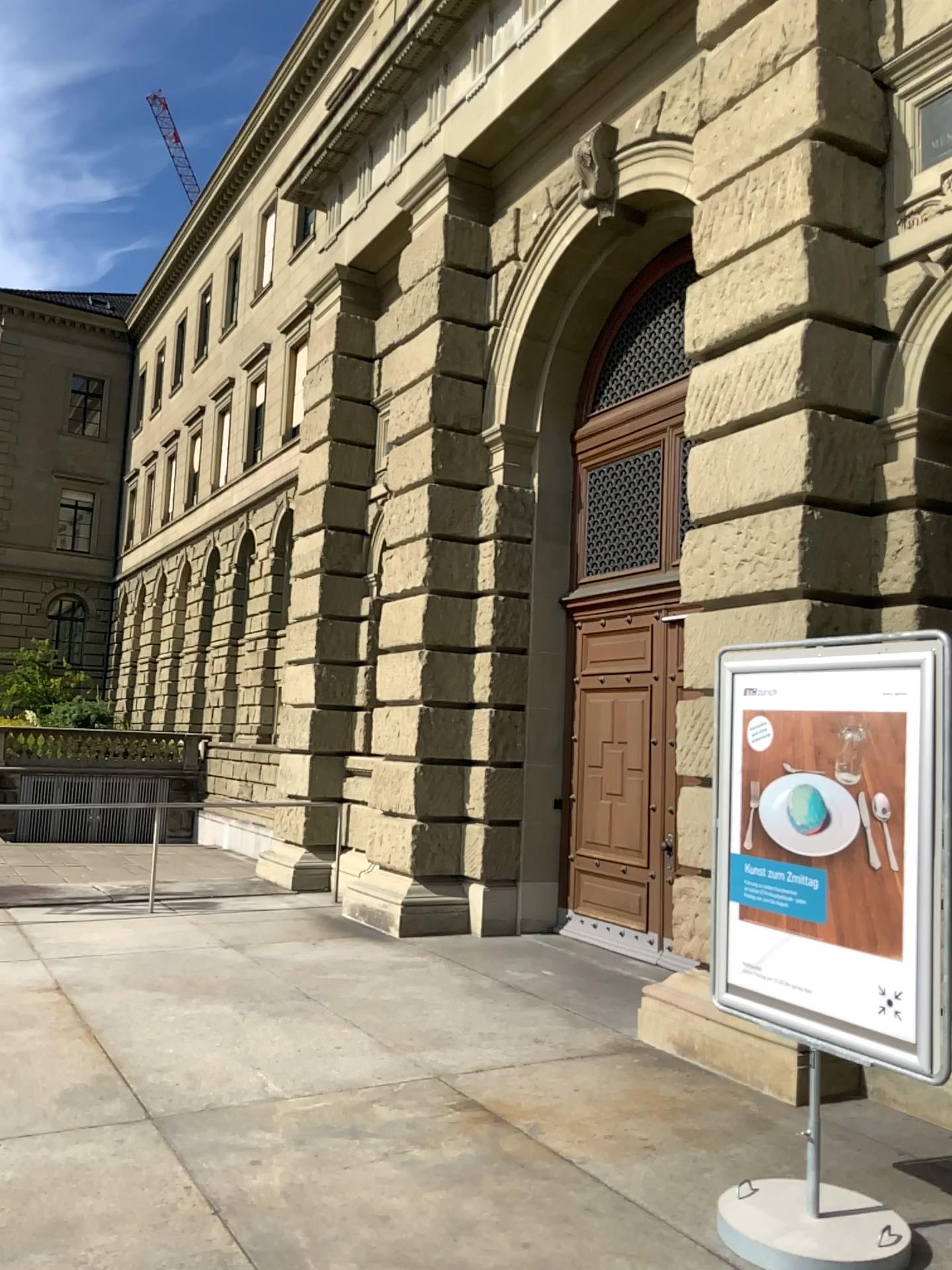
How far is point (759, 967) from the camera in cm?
389
